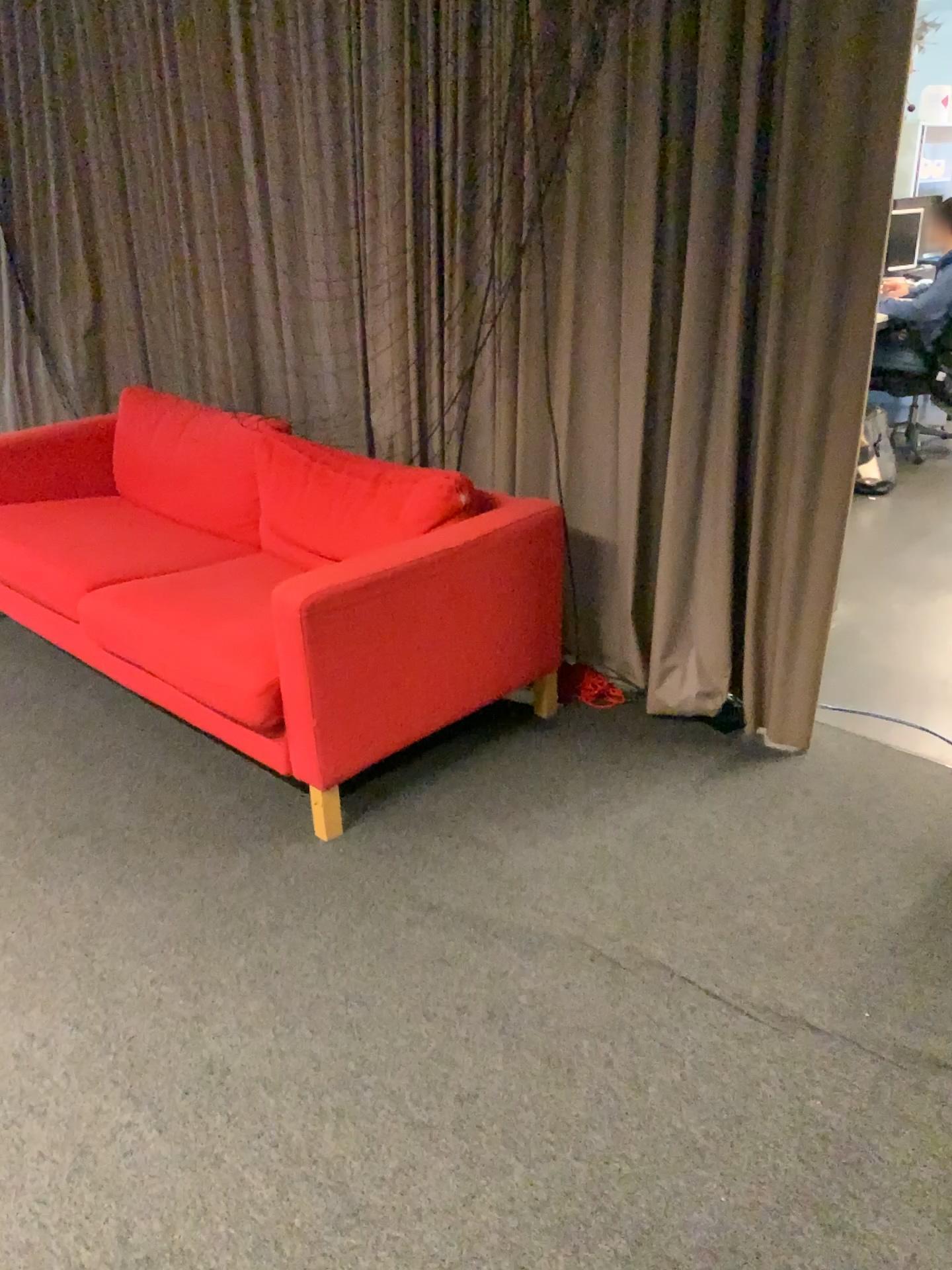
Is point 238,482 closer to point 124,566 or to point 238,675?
point 124,566

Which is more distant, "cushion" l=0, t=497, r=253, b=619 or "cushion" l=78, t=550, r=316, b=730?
"cushion" l=0, t=497, r=253, b=619

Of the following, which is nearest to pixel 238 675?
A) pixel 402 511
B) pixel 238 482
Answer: pixel 402 511

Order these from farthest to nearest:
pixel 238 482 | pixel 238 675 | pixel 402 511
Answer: pixel 238 482, pixel 402 511, pixel 238 675

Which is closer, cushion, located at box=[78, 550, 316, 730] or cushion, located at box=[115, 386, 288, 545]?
cushion, located at box=[78, 550, 316, 730]

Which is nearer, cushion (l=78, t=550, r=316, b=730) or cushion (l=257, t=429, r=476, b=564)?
cushion (l=78, t=550, r=316, b=730)

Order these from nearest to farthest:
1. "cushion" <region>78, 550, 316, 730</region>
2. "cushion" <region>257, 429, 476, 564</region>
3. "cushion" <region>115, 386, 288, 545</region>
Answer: "cushion" <region>78, 550, 316, 730</region> → "cushion" <region>257, 429, 476, 564</region> → "cushion" <region>115, 386, 288, 545</region>

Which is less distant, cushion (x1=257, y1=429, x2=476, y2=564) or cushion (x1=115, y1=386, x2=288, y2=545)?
cushion (x1=257, y1=429, x2=476, y2=564)

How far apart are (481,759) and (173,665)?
0.8m
